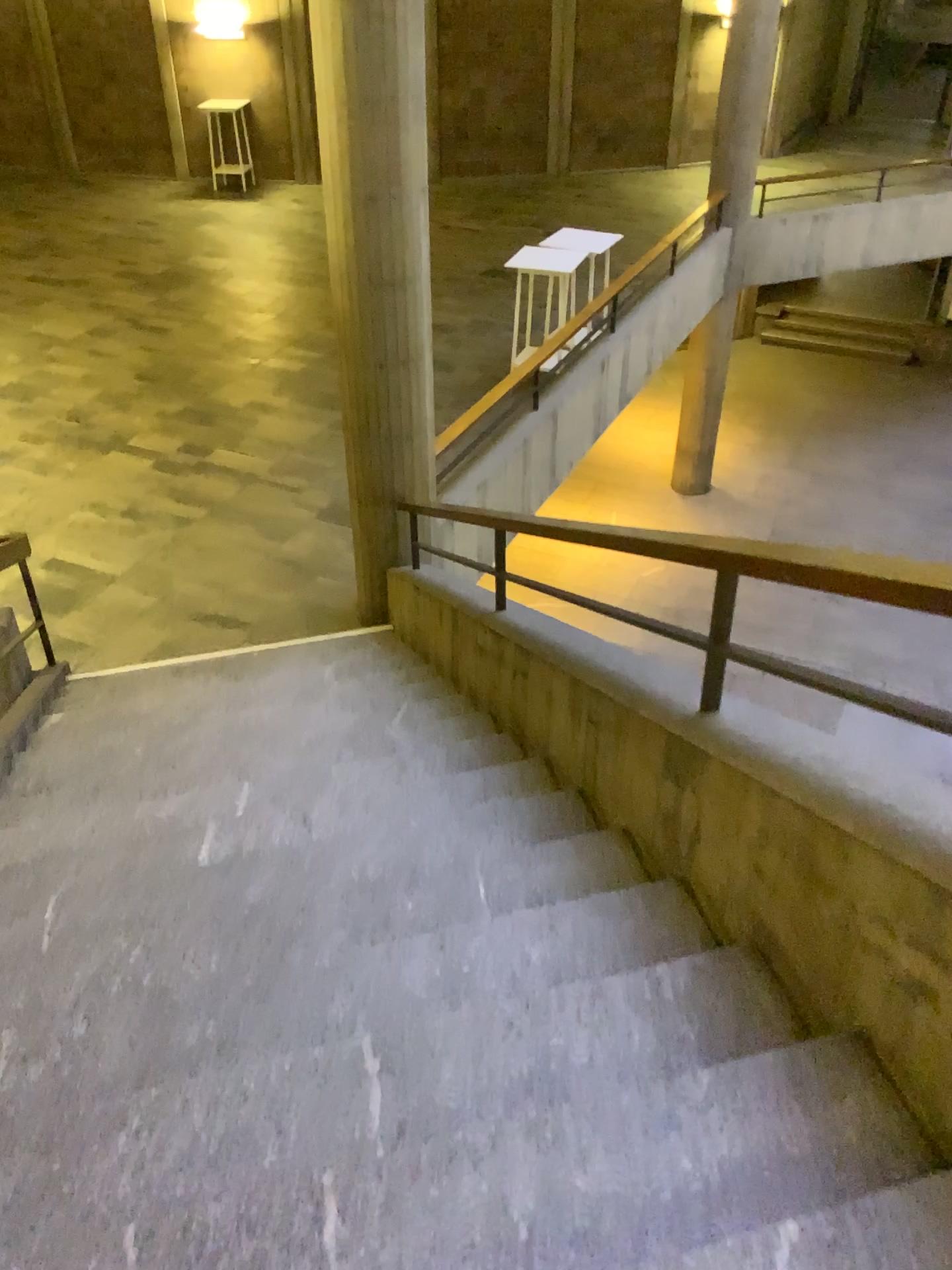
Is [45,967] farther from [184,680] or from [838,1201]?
[184,680]
